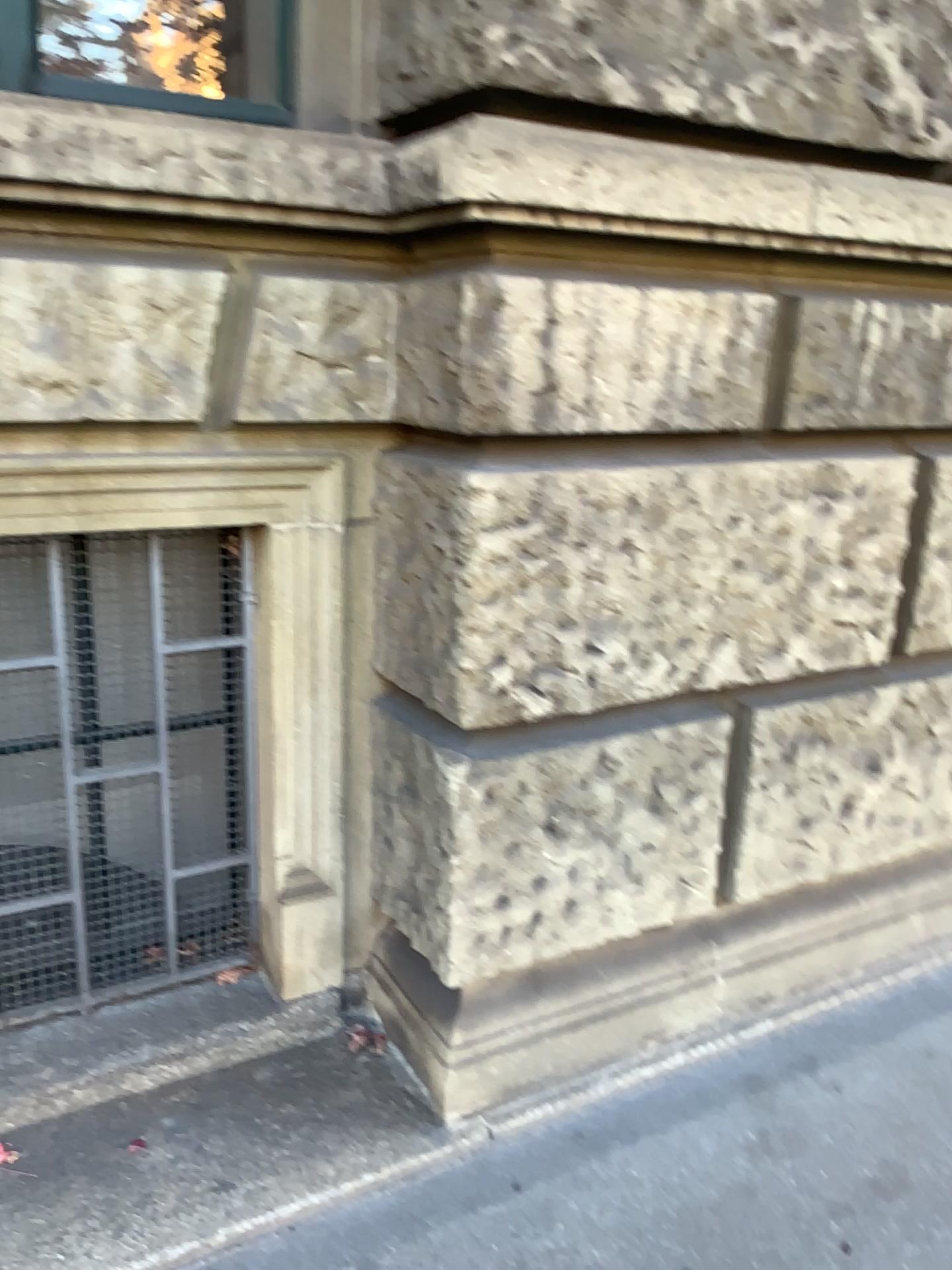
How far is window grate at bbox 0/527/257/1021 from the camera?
1.9m

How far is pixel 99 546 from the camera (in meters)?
1.94

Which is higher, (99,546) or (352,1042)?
(99,546)

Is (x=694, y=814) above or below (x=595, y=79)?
below
